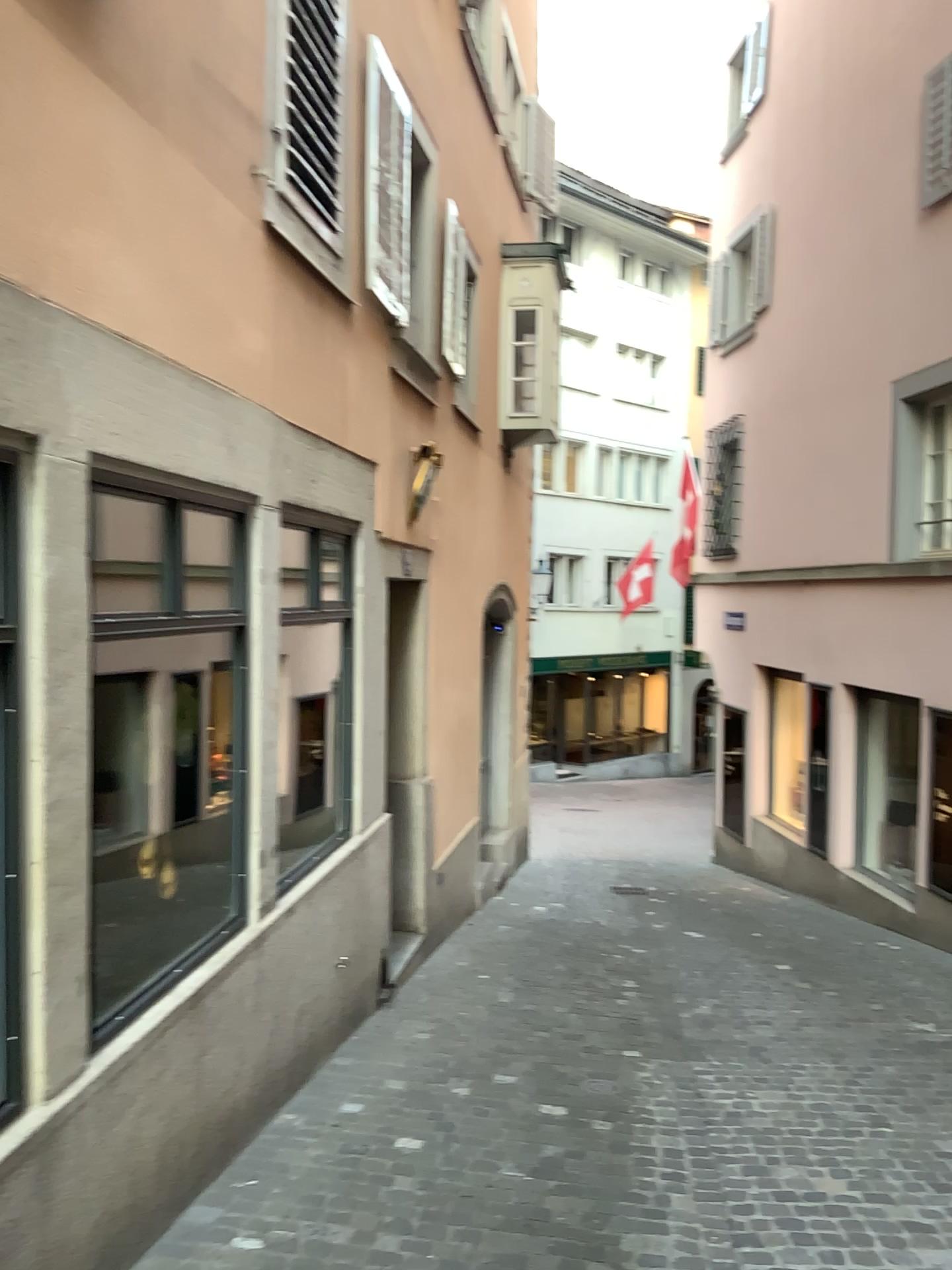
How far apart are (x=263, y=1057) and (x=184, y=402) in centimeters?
251cm
